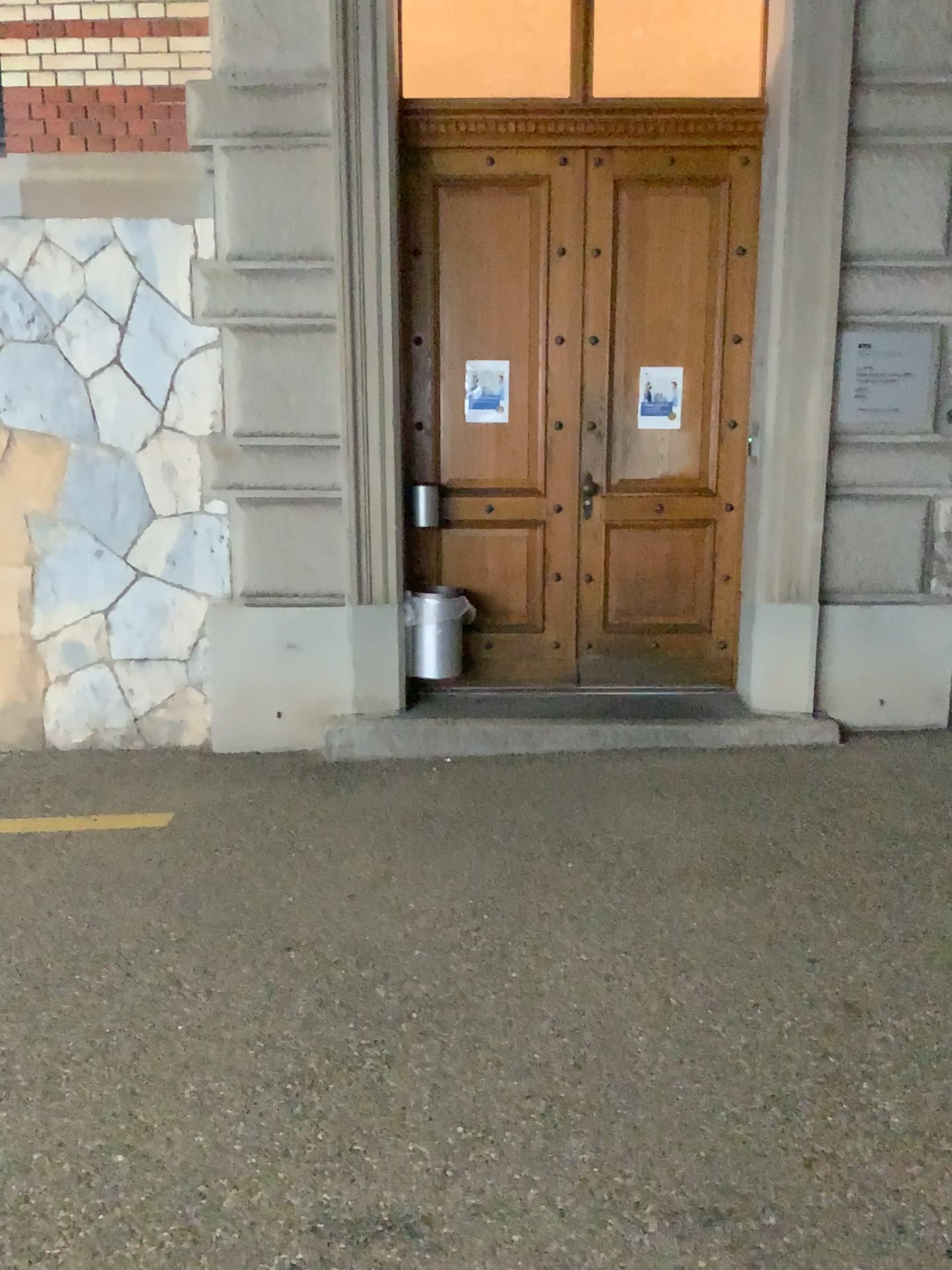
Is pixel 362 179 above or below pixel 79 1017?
above
